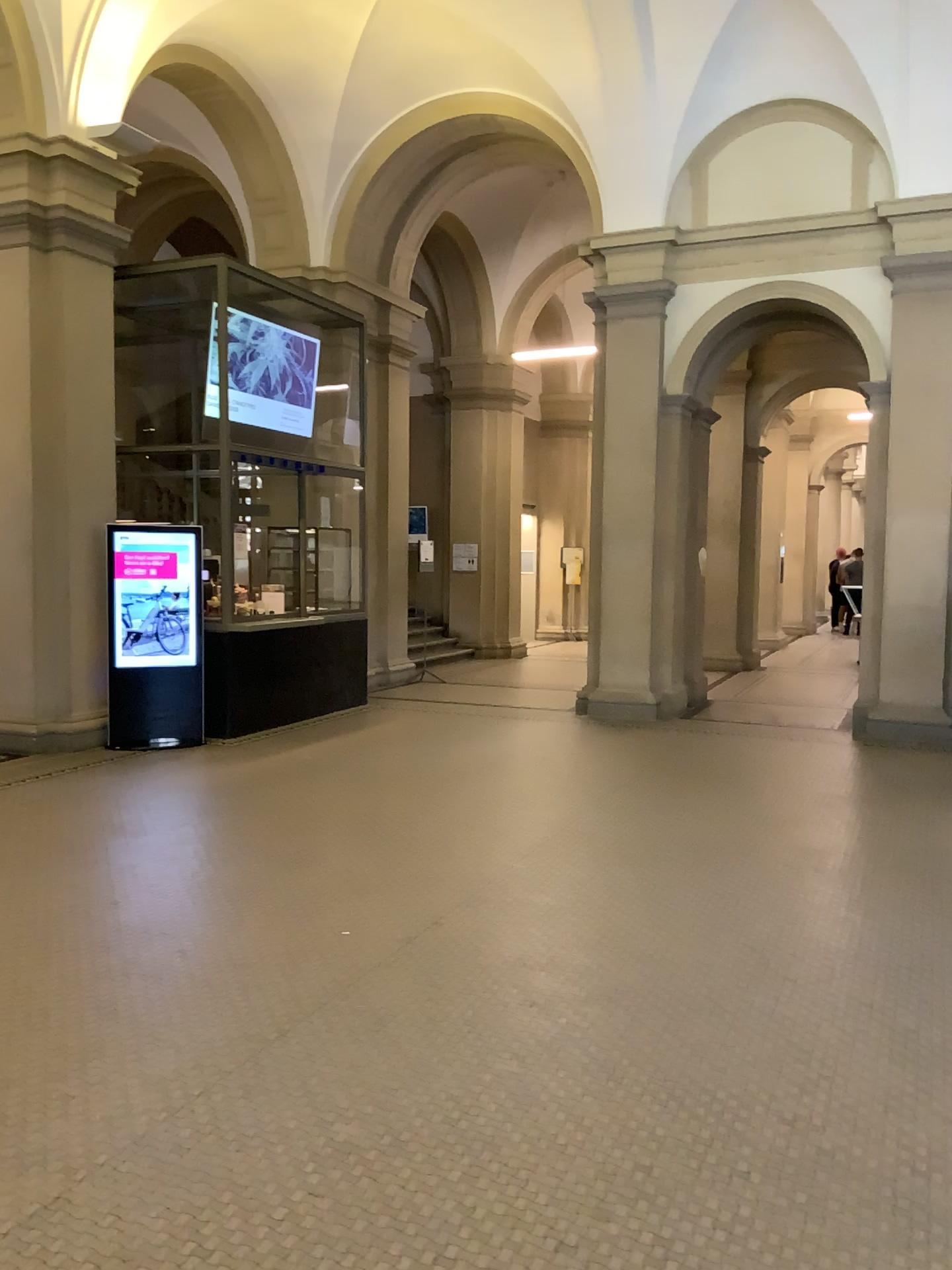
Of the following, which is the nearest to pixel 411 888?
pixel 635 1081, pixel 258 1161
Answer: pixel 635 1081
